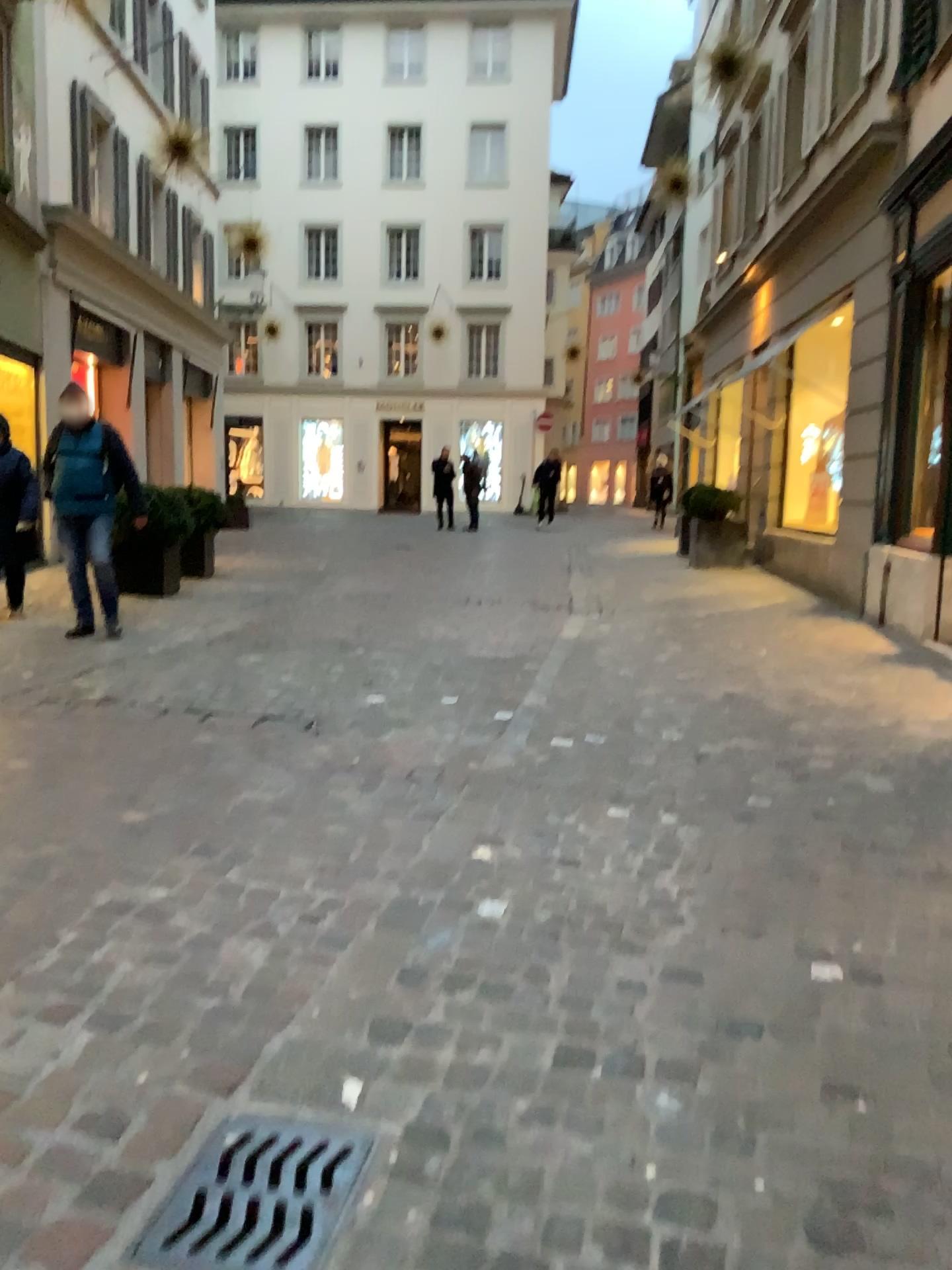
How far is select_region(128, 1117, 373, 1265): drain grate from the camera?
1.7 meters

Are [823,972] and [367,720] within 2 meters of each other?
no

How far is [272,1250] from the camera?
1.7 meters
